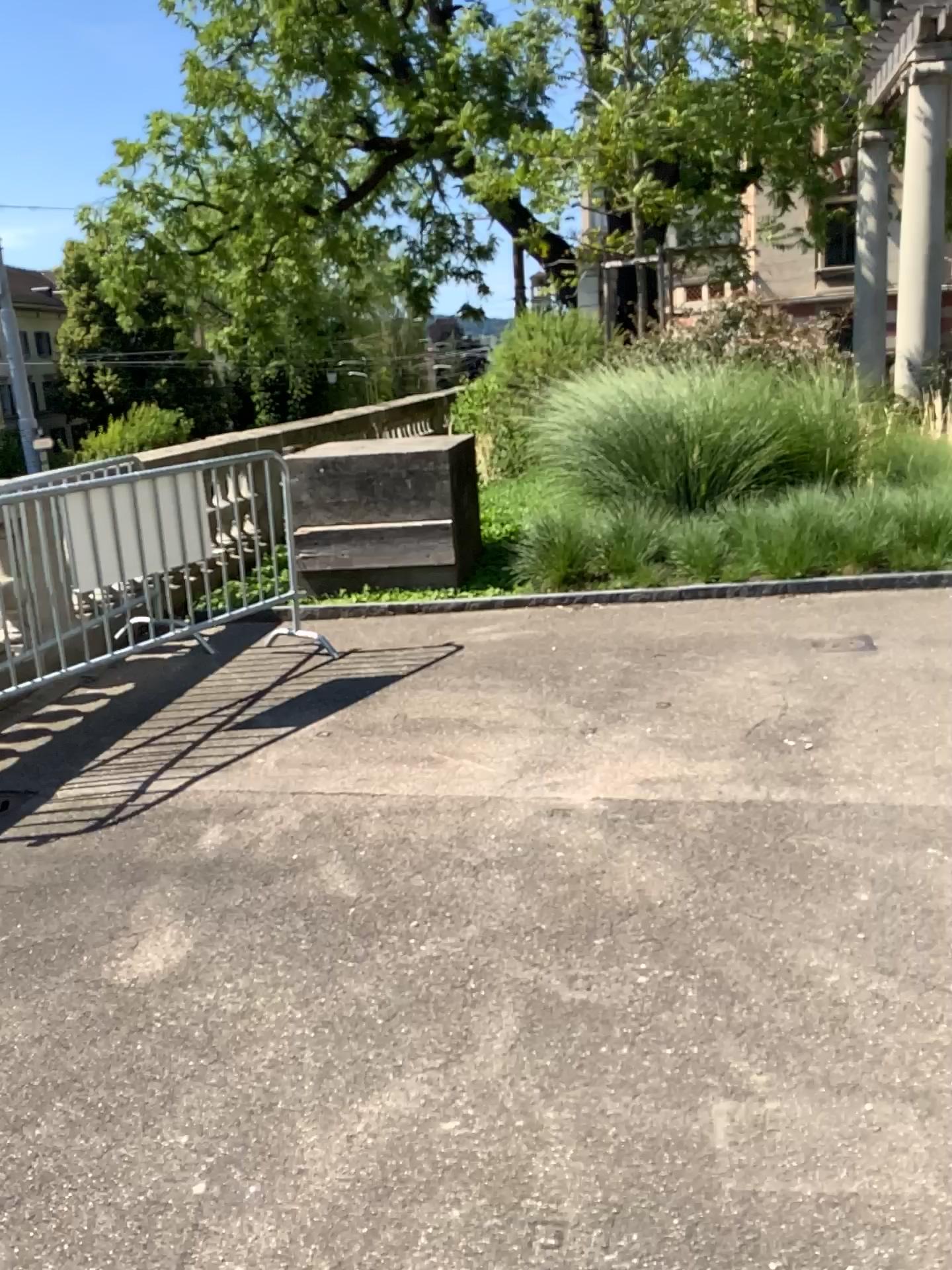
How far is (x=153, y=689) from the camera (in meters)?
5.16
